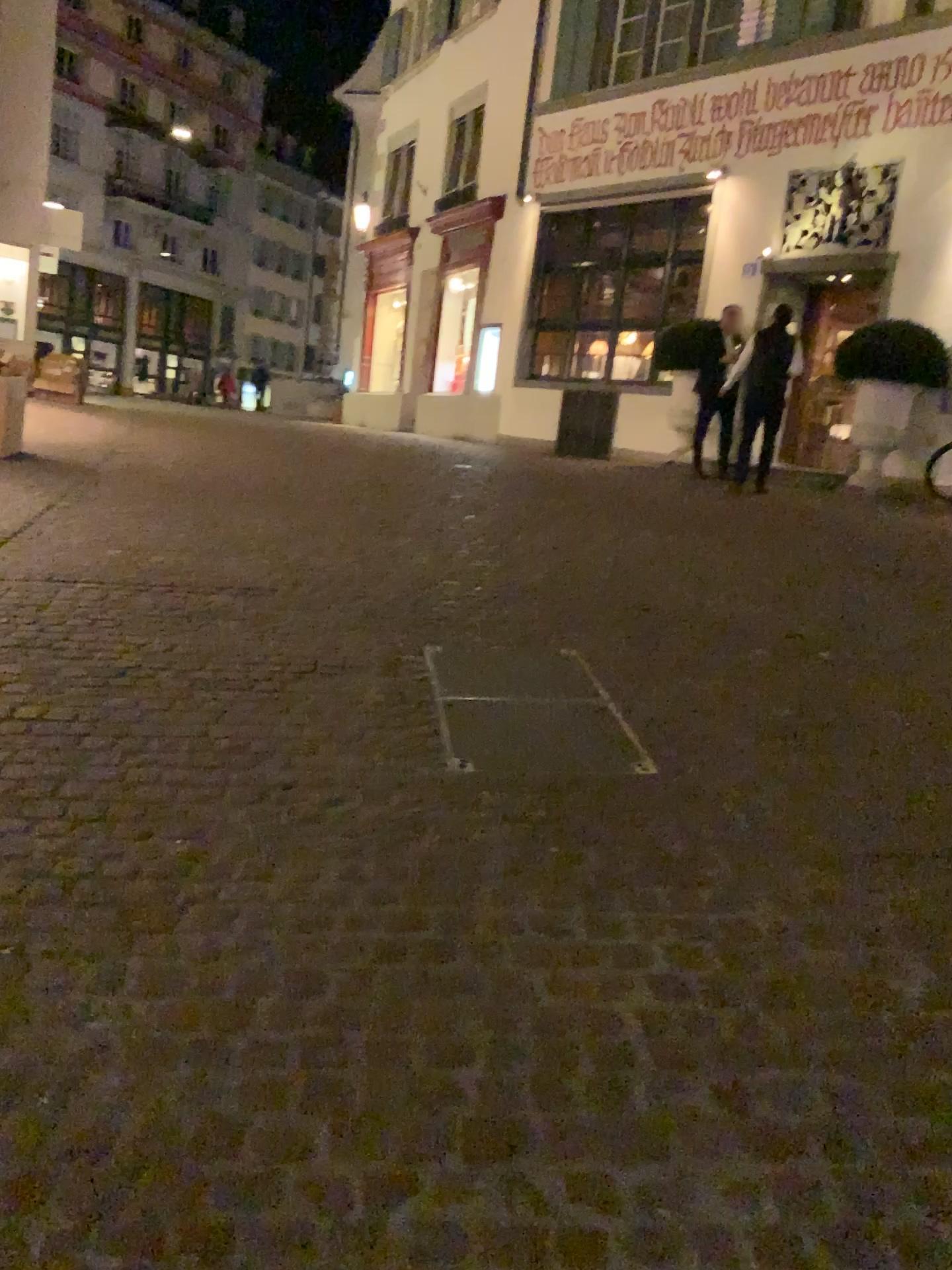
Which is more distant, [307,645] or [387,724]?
[307,645]
